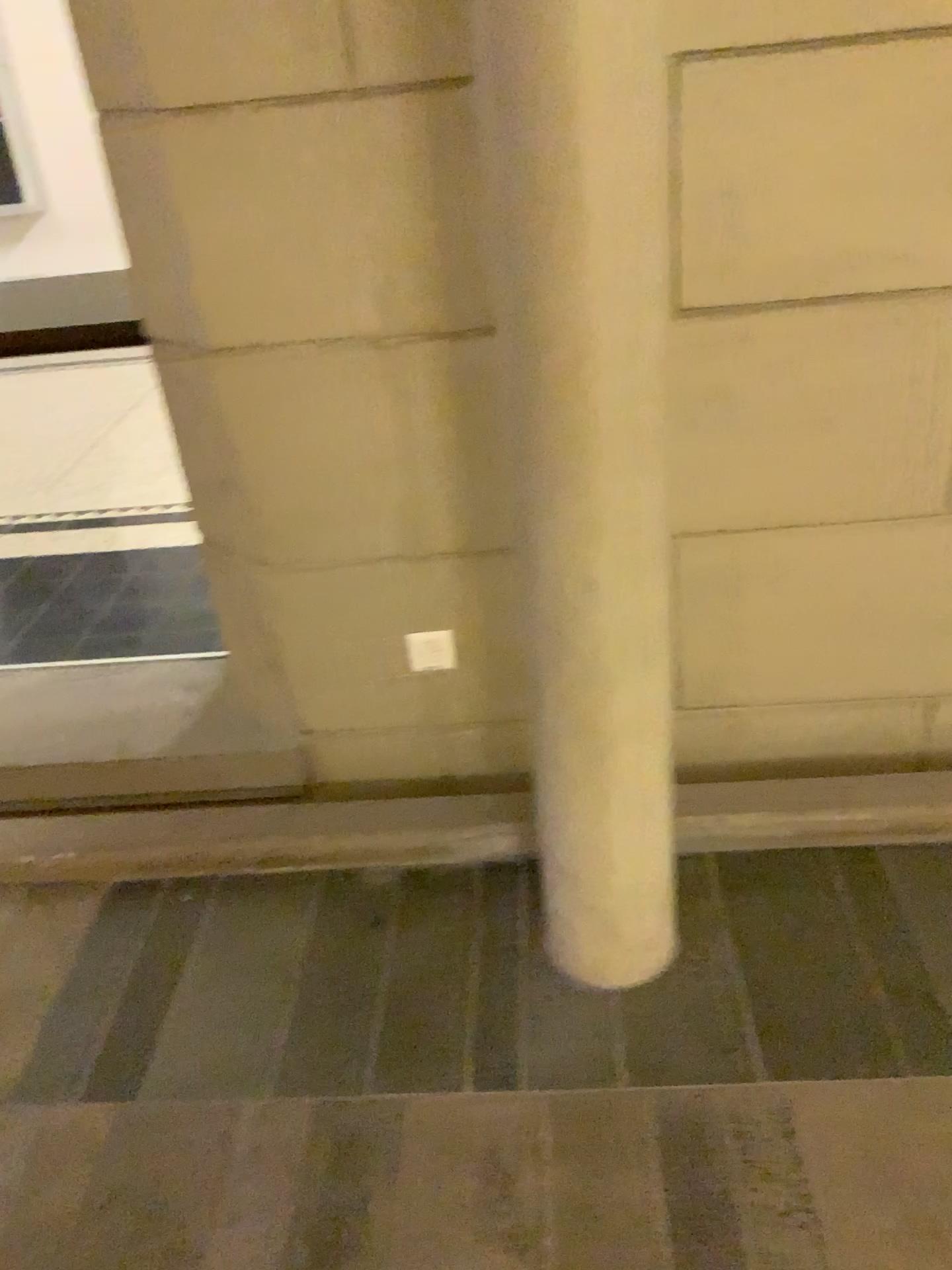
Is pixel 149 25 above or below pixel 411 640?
above

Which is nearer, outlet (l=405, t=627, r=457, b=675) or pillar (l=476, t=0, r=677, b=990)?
pillar (l=476, t=0, r=677, b=990)

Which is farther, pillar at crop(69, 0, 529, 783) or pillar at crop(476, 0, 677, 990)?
pillar at crop(69, 0, 529, 783)

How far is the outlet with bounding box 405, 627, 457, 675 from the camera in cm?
211

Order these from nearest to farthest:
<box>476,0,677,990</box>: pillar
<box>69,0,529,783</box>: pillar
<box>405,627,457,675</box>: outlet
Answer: <box>476,0,677,990</box>: pillar, <box>69,0,529,783</box>: pillar, <box>405,627,457,675</box>: outlet

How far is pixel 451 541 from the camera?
2.00m

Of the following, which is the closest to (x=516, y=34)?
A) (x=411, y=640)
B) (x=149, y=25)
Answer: (x=149, y=25)

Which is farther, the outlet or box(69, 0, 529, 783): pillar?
the outlet

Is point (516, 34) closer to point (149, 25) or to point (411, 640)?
point (149, 25)
